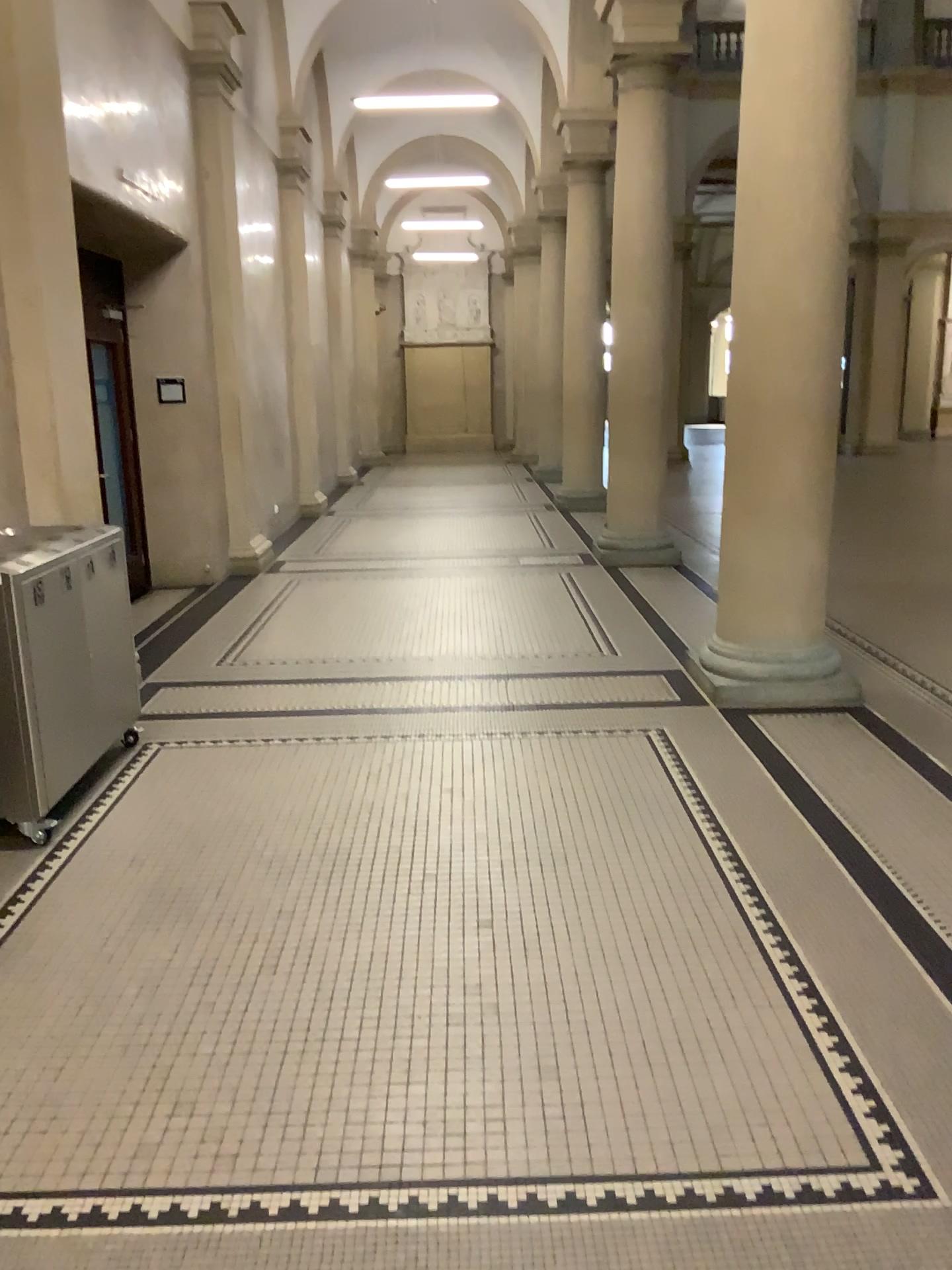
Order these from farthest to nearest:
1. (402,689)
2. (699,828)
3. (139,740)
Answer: (402,689) < (139,740) < (699,828)
